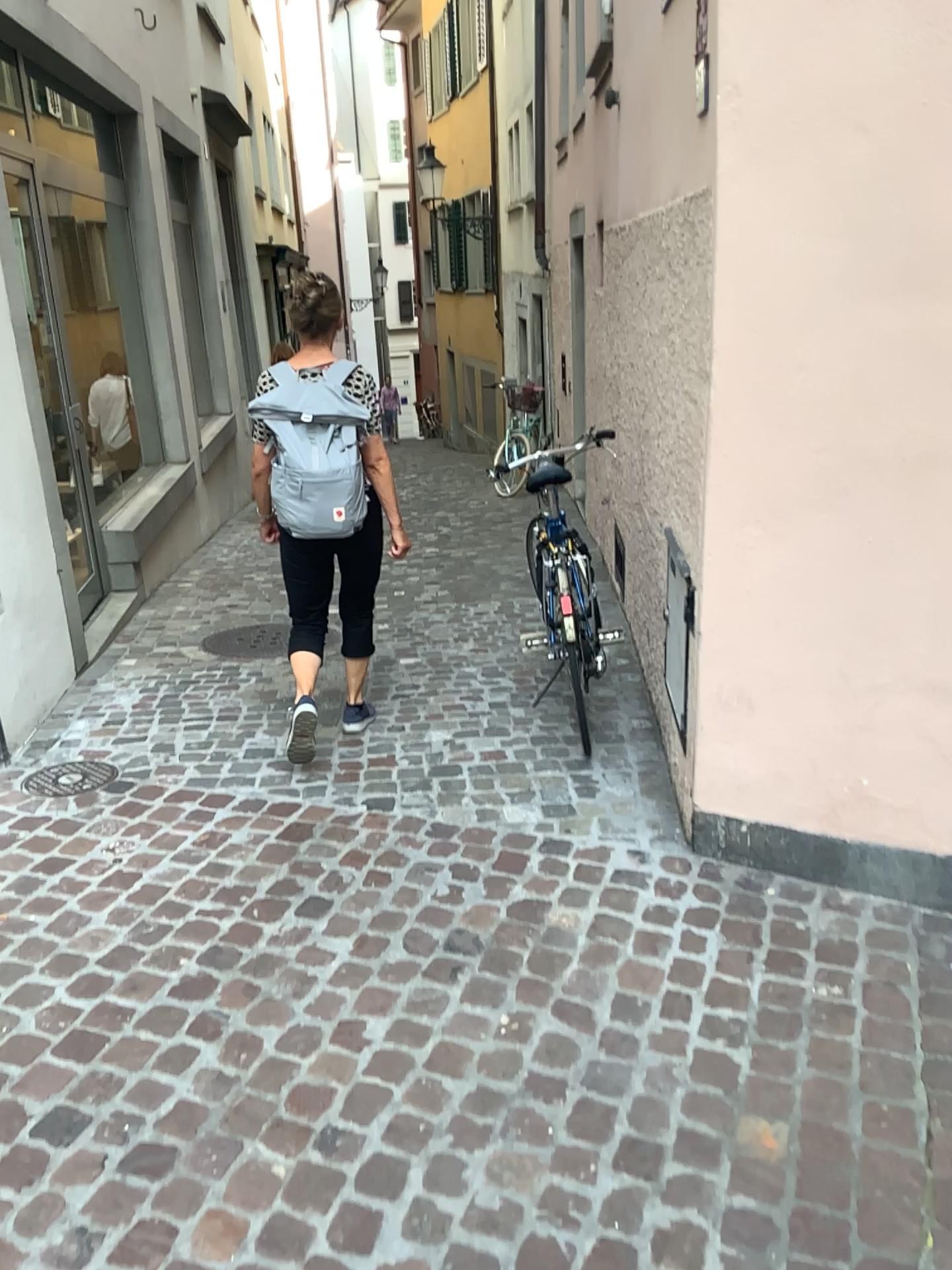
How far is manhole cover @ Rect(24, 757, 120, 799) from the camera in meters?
3.3 m

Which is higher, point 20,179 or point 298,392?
point 20,179

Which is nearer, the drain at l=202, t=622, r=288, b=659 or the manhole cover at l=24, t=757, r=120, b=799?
the manhole cover at l=24, t=757, r=120, b=799

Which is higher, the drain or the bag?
the bag

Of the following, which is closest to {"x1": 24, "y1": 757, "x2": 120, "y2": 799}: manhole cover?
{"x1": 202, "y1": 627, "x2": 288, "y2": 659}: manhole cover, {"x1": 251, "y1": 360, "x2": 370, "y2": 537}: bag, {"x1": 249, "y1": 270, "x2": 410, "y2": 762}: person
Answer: {"x1": 249, "y1": 270, "x2": 410, "y2": 762}: person

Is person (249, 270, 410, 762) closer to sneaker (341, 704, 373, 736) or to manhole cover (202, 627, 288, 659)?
sneaker (341, 704, 373, 736)

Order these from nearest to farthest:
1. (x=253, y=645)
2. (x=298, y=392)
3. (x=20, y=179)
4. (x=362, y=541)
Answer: (x=298, y=392) < (x=362, y=541) < (x=20, y=179) < (x=253, y=645)

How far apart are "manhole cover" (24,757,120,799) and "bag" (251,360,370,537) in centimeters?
98cm

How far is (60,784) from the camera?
3.3m

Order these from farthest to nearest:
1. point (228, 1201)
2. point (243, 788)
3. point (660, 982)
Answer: point (243, 788) → point (660, 982) → point (228, 1201)
